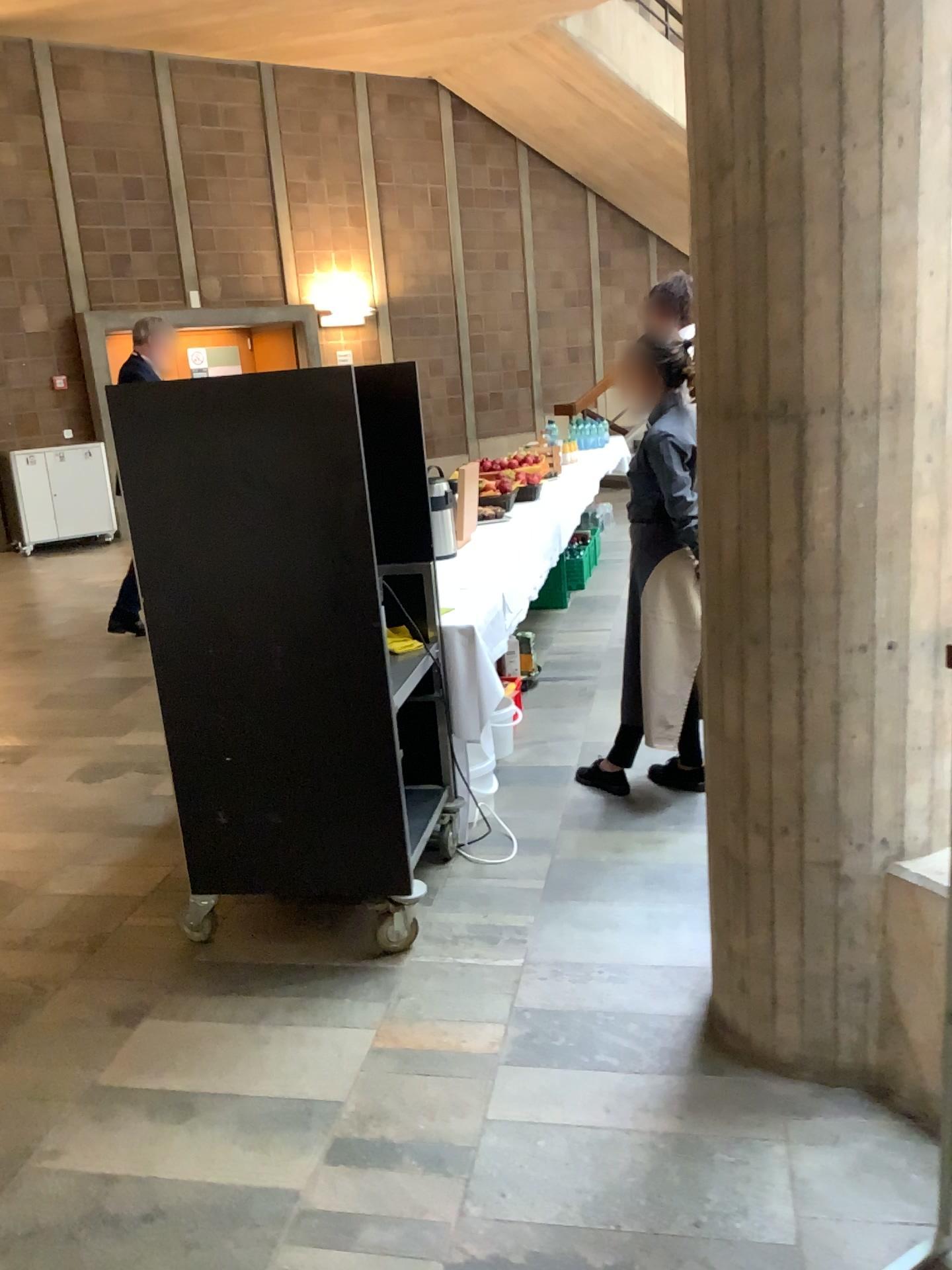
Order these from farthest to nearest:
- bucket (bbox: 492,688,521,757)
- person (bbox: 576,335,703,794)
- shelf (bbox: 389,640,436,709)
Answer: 1. bucket (bbox: 492,688,521,757)
2. person (bbox: 576,335,703,794)
3. shelf (bbox: 389,640,436,709)

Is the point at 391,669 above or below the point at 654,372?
below

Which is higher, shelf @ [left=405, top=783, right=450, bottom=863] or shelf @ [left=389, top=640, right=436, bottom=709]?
shelf @ [left=389, top=640, right=436, bottom=709]

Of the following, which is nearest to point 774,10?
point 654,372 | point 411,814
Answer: point 654,372

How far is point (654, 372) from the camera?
3.3 meters

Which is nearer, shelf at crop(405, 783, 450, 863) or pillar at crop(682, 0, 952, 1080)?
pillar at crop(682, 0, 952, 1080)

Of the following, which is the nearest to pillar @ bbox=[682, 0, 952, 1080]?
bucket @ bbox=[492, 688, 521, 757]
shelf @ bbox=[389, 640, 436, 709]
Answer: shelf @ bbox=[389, 640, 436, 709]

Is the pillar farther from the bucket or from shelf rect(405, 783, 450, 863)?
the bucket

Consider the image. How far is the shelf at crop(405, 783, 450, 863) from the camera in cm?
317

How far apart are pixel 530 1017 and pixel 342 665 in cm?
96
